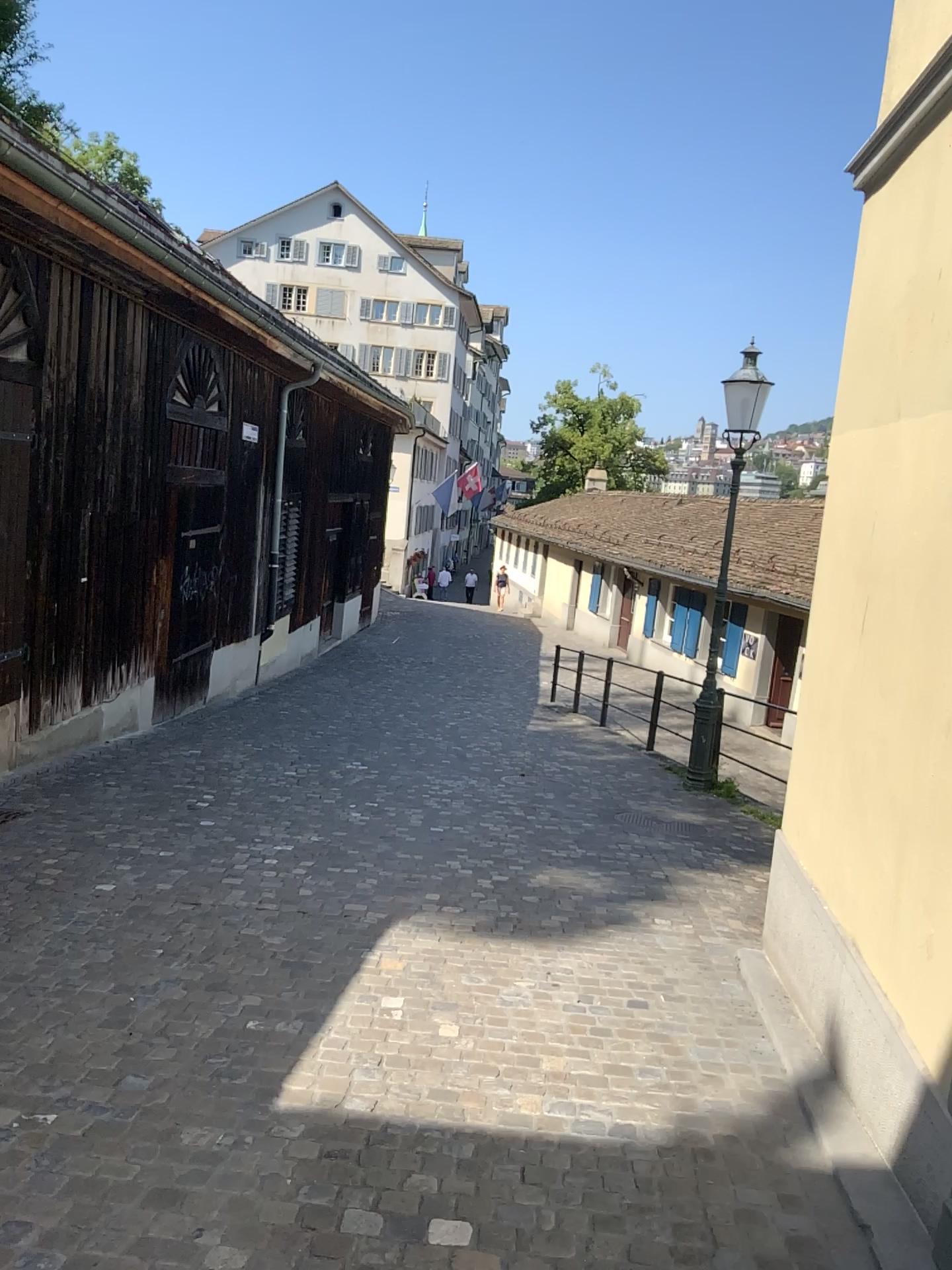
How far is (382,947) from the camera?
4.6 meters
